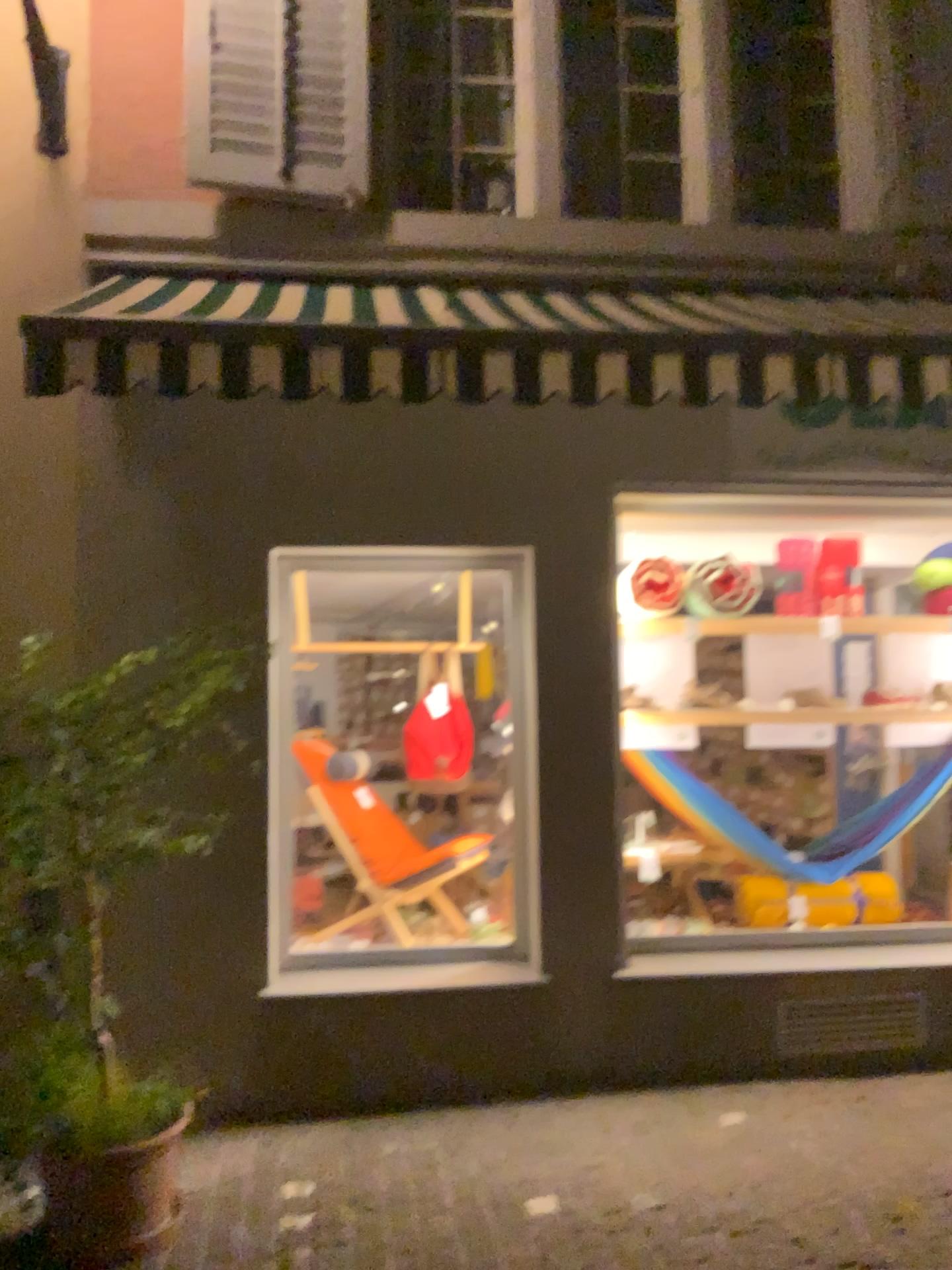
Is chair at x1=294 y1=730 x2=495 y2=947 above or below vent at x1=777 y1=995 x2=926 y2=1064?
above

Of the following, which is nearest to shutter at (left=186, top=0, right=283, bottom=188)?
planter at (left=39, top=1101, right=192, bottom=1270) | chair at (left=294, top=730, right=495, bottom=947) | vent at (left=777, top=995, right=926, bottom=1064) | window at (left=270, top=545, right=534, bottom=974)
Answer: window at (left=270, top=545, right=534, bottom=974)

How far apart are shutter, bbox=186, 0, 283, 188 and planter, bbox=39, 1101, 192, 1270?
3.4m

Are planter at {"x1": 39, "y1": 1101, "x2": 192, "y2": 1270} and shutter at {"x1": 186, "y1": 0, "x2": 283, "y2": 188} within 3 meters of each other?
no

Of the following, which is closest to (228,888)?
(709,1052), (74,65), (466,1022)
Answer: (466,1022)

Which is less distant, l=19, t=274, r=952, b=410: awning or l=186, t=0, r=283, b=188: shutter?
l=19, t=274, r=952, b=410: awning

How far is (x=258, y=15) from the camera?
4.10m

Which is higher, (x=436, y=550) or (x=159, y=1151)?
(x=436, y=550)

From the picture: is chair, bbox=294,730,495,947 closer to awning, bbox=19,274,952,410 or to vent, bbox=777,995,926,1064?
Answer: vent, bbox=777,995,926,1064

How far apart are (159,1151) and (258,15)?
4.01m
